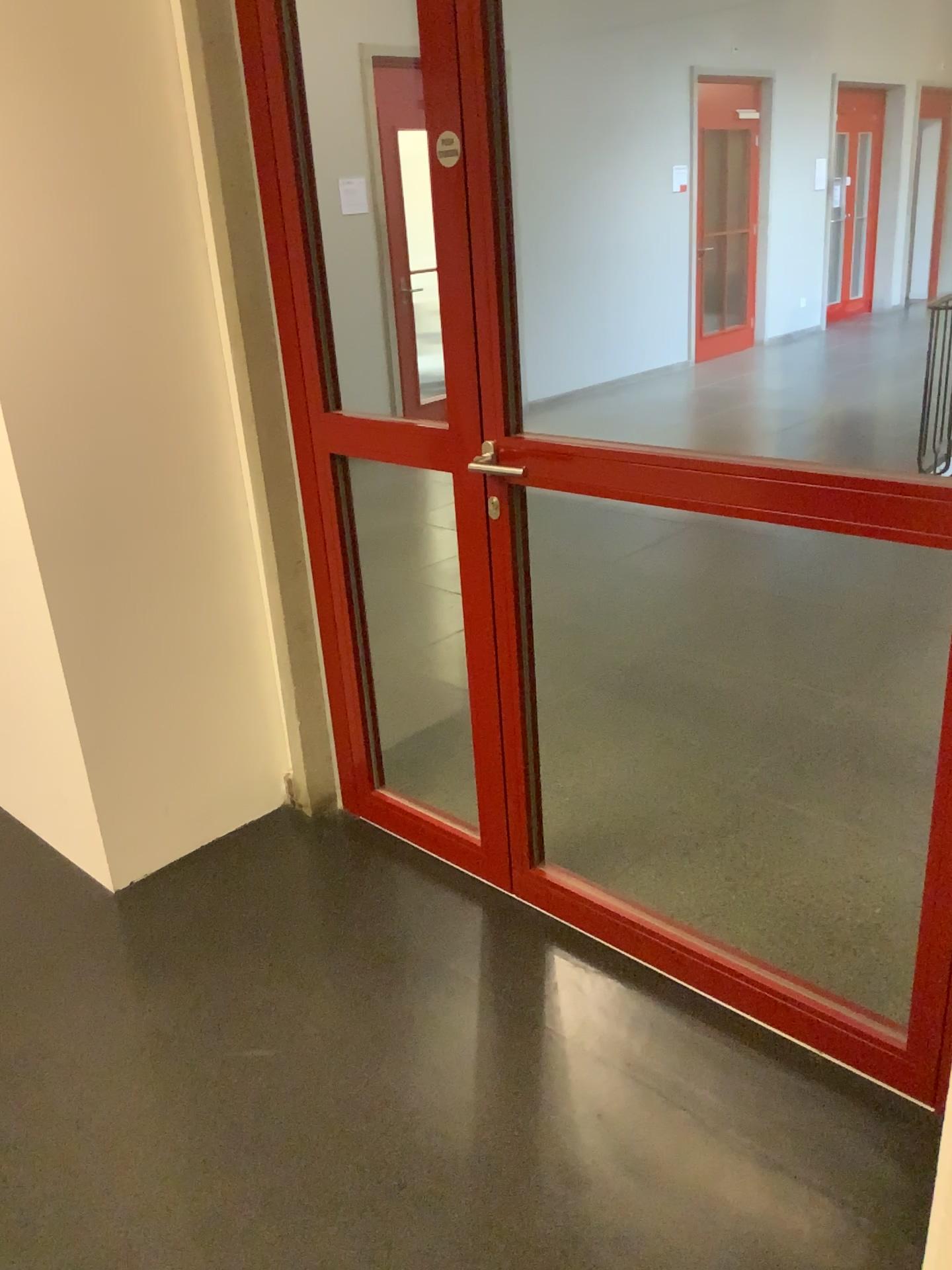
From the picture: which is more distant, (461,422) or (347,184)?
(347,184)

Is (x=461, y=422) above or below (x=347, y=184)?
below

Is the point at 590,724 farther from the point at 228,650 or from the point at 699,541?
the point at 699,541

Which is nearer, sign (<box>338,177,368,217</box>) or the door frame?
the door frame
